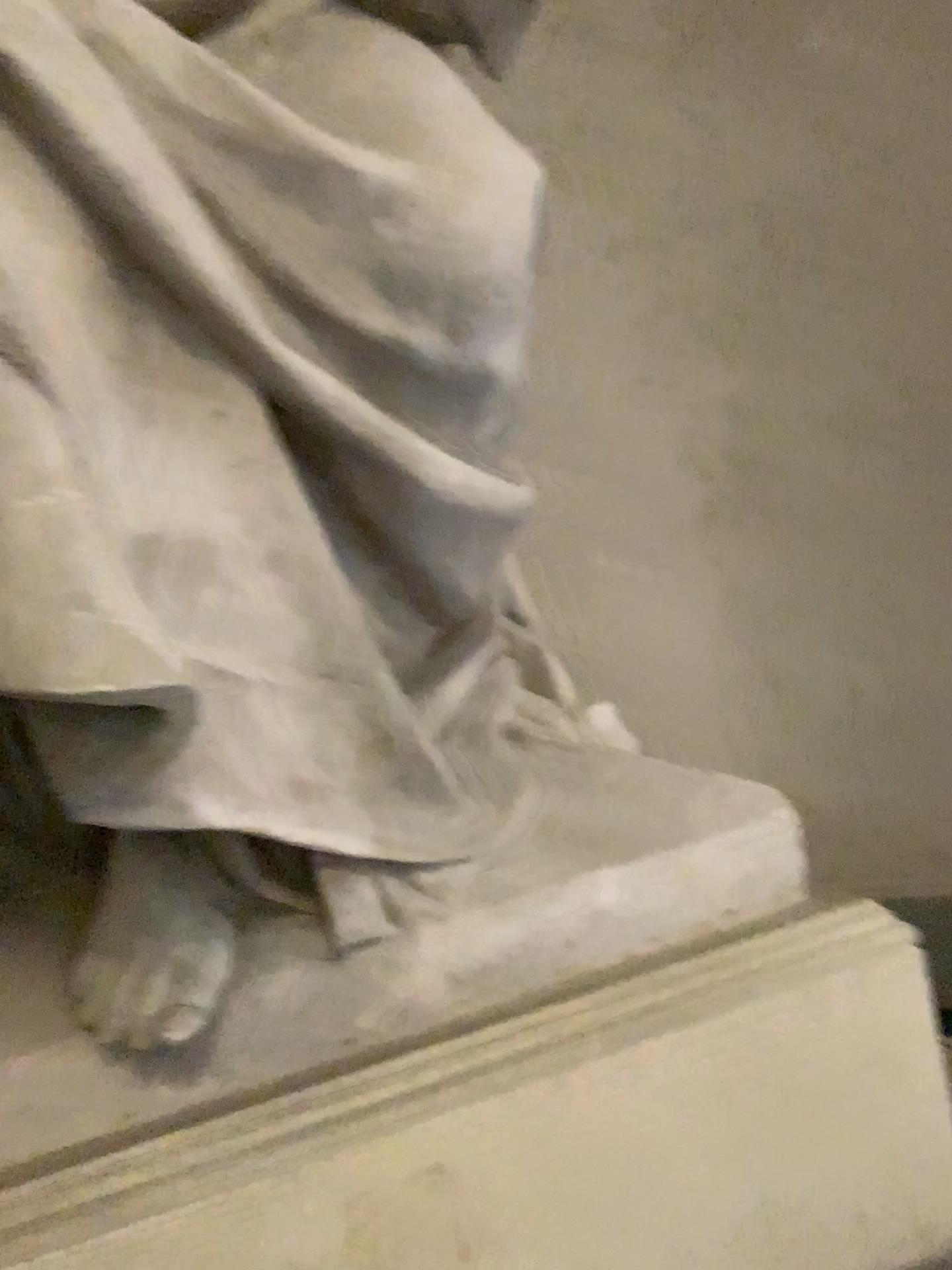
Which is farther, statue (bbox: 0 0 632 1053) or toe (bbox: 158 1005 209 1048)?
toe (bbox: 158 1005 209 1048)

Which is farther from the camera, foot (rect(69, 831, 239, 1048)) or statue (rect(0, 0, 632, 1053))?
foot (rect(69, 831, 239, 1048))

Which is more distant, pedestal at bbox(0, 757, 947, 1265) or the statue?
pedestal at bbox(0, 757, 947, 1265)

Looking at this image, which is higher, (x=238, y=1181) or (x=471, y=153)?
(x=471, y=153)

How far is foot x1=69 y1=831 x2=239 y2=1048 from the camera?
1.2 meters

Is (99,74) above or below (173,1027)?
above

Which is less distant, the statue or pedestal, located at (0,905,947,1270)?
the statue

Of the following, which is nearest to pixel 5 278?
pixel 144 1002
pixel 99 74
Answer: pixel 99 74

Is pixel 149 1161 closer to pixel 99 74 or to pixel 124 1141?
pixel 124 1141
